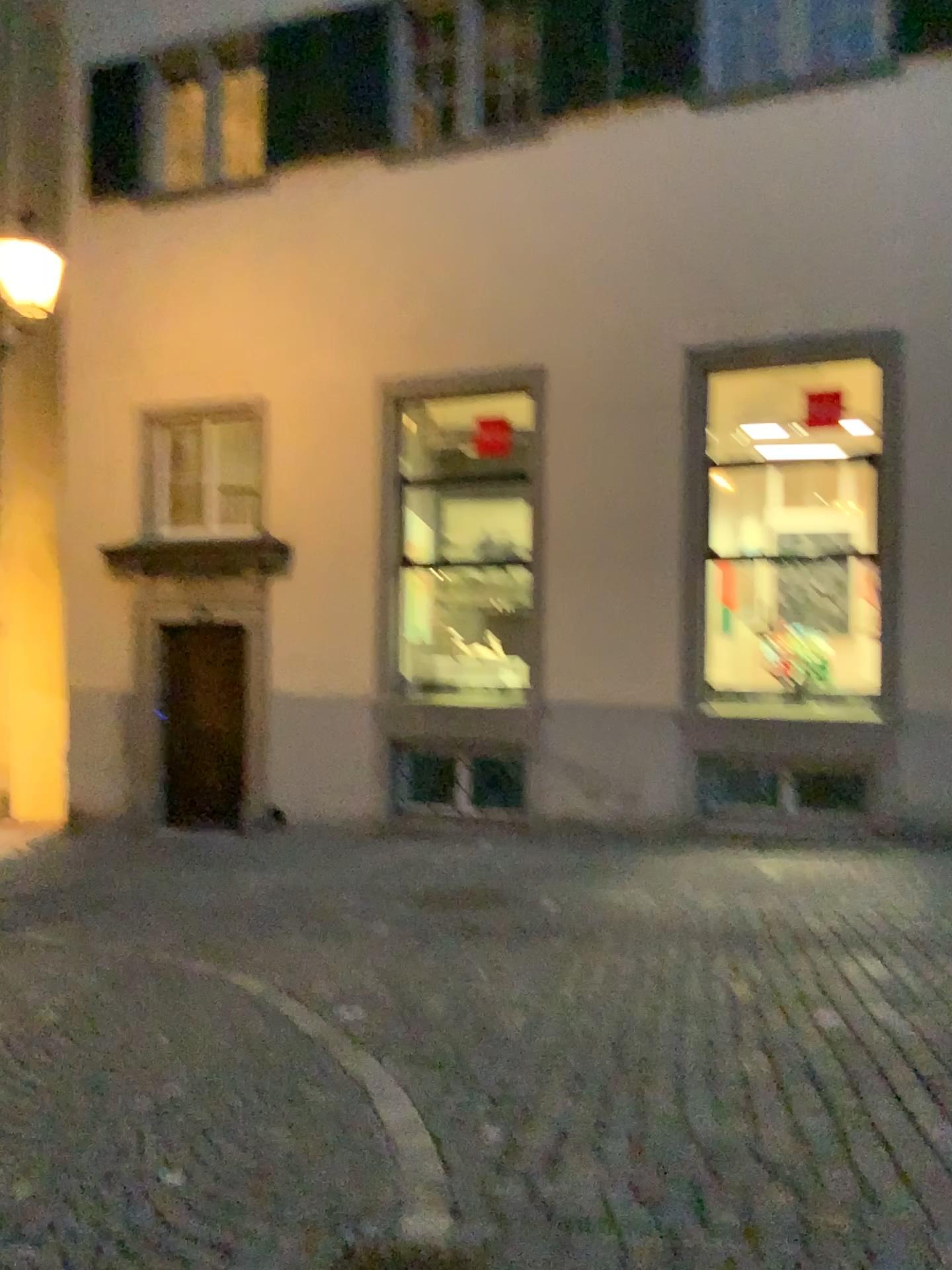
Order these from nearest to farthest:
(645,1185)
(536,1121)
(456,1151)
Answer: (645,1185), (456,1151), (536,1121)
